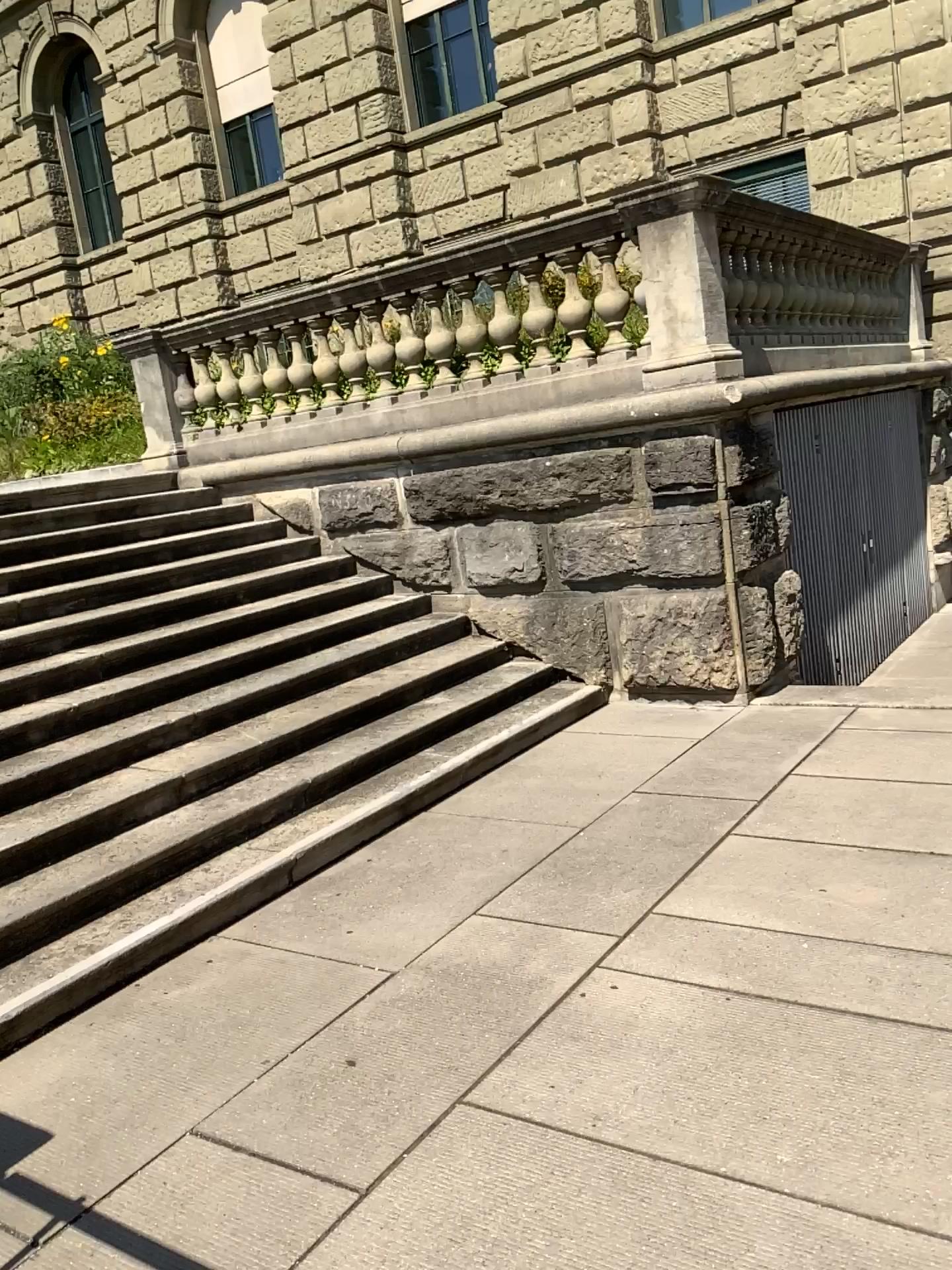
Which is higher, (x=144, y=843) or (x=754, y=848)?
(x=144, y=843)
